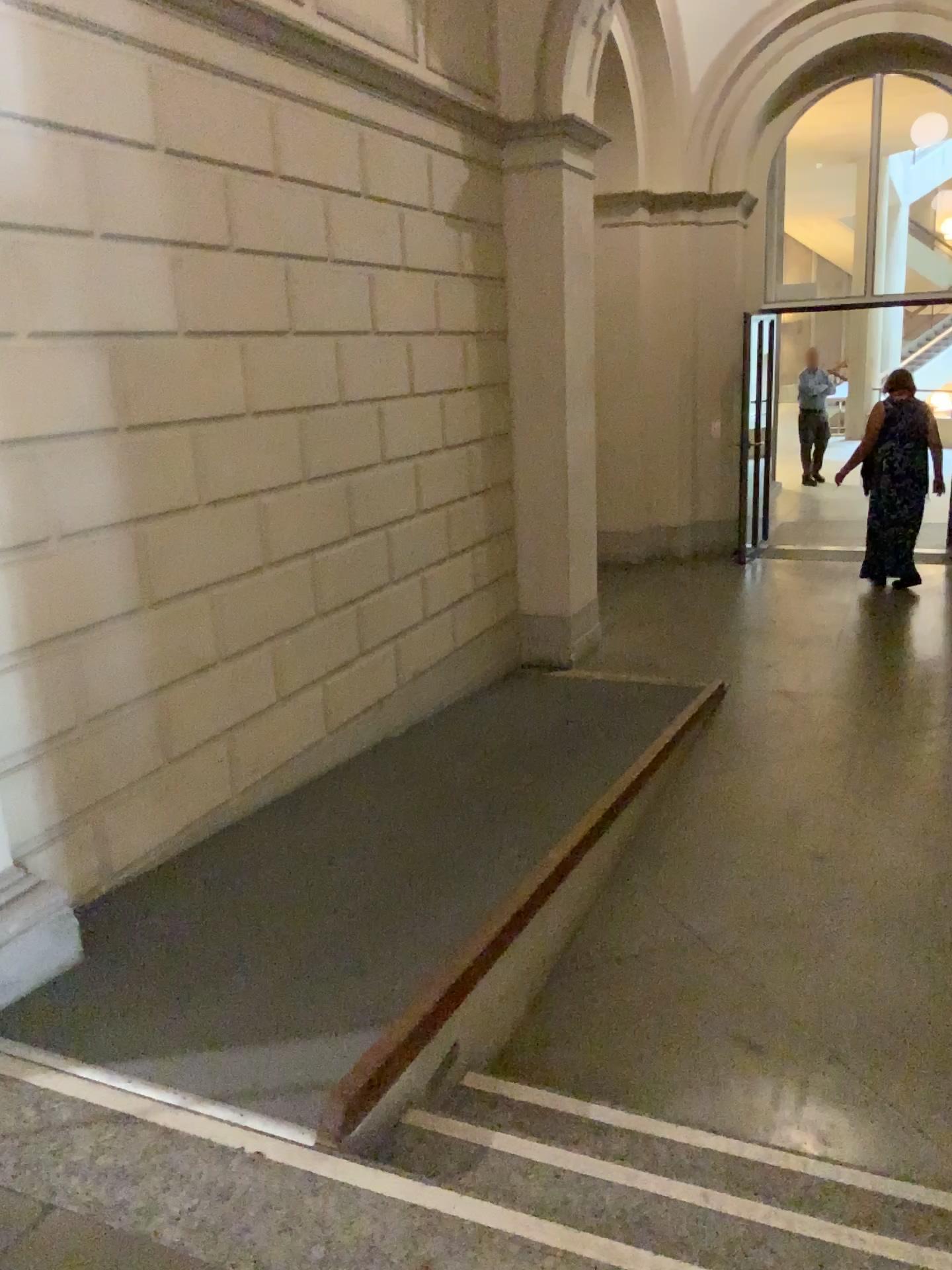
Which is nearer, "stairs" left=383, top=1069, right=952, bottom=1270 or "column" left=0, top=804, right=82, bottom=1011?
"stairs" left=383, top=1069, right=952, bottom=1270

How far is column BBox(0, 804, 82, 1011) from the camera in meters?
2.7

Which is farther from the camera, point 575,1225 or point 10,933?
point 10,933

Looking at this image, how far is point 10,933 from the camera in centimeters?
267cm

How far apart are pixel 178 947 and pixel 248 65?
3.0m
